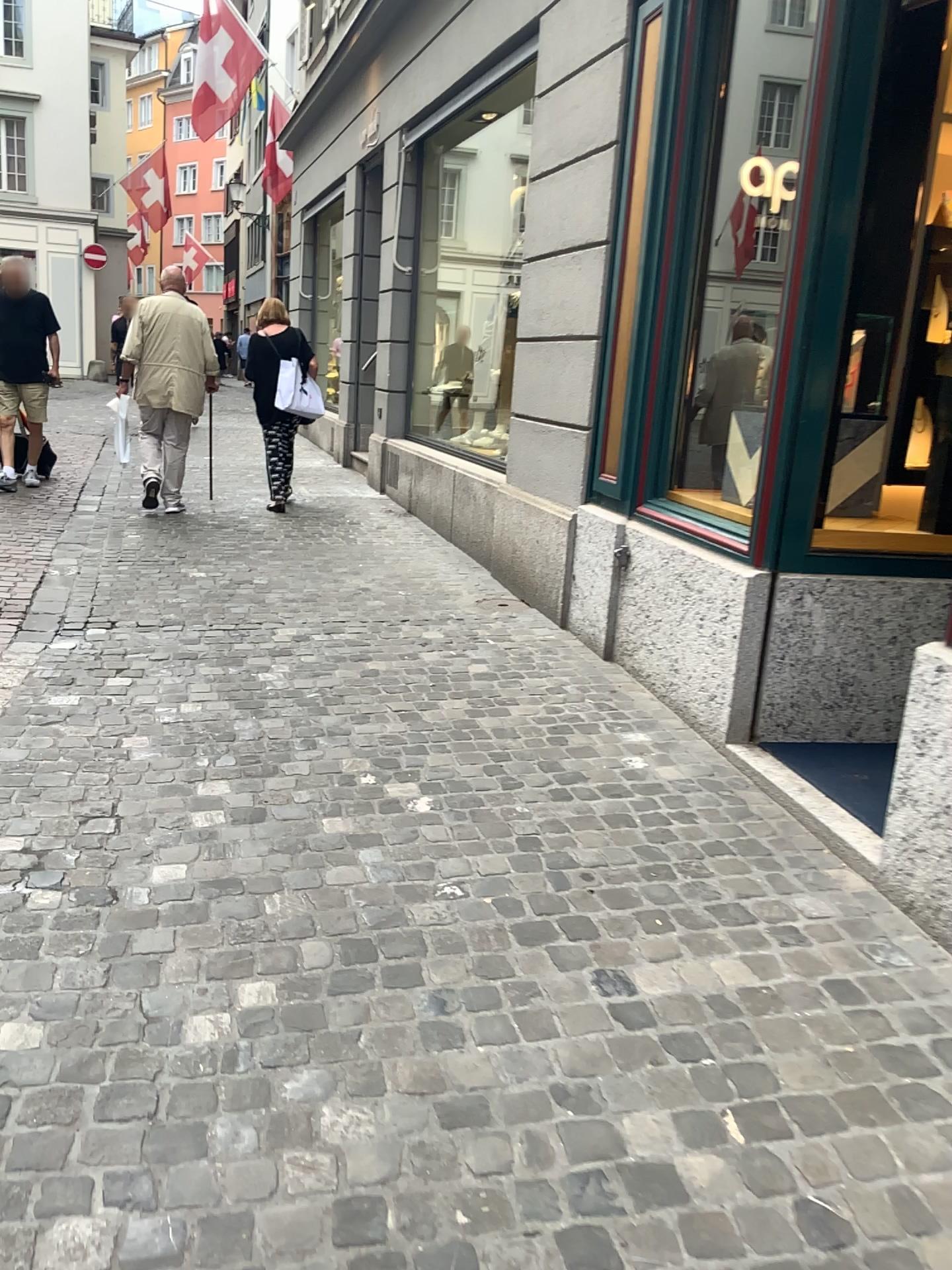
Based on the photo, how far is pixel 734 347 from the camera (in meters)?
4.34

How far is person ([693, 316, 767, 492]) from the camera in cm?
434

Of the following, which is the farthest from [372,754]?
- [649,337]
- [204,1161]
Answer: [649,337]
